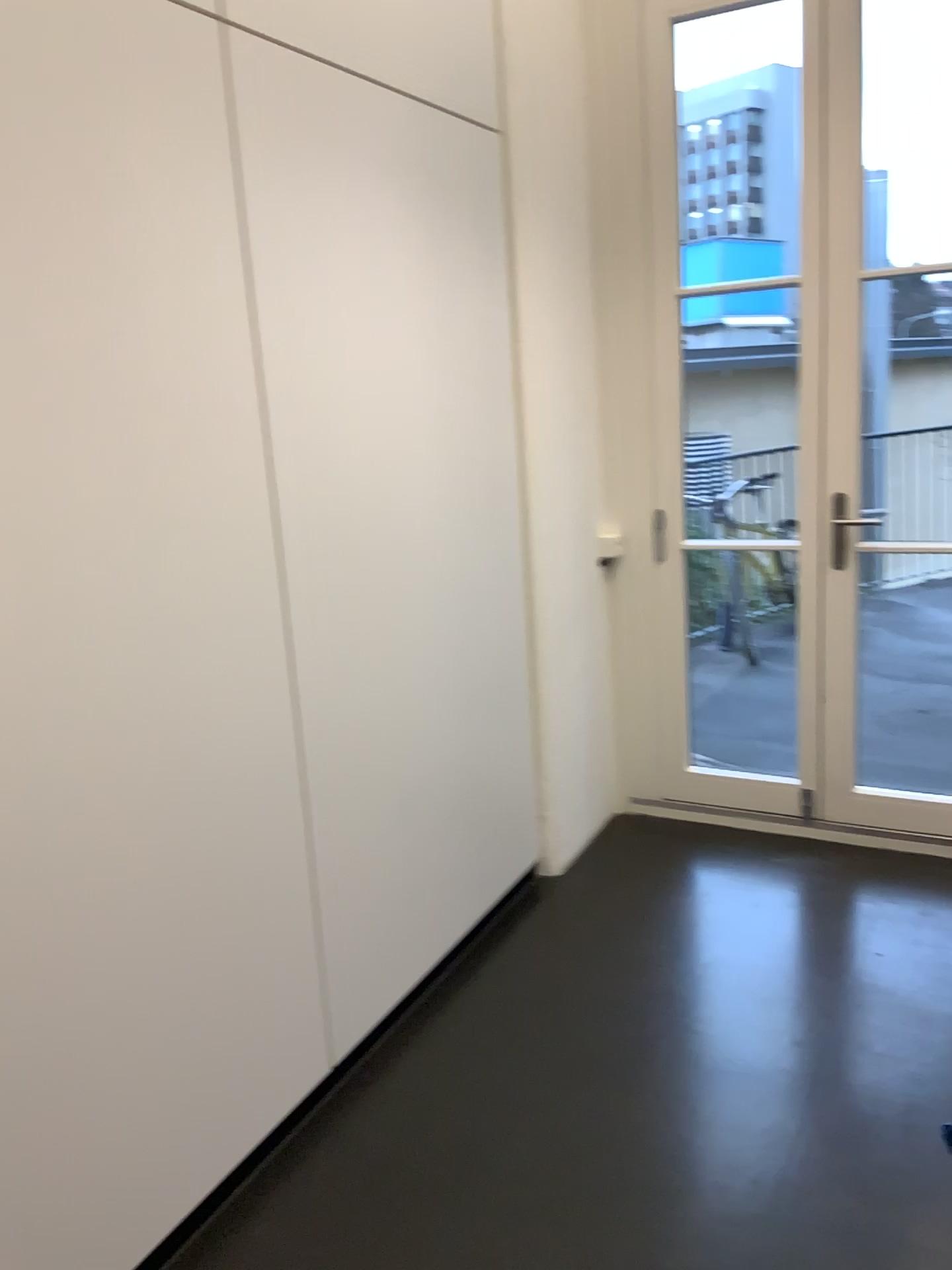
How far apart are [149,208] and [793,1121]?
2.1m
